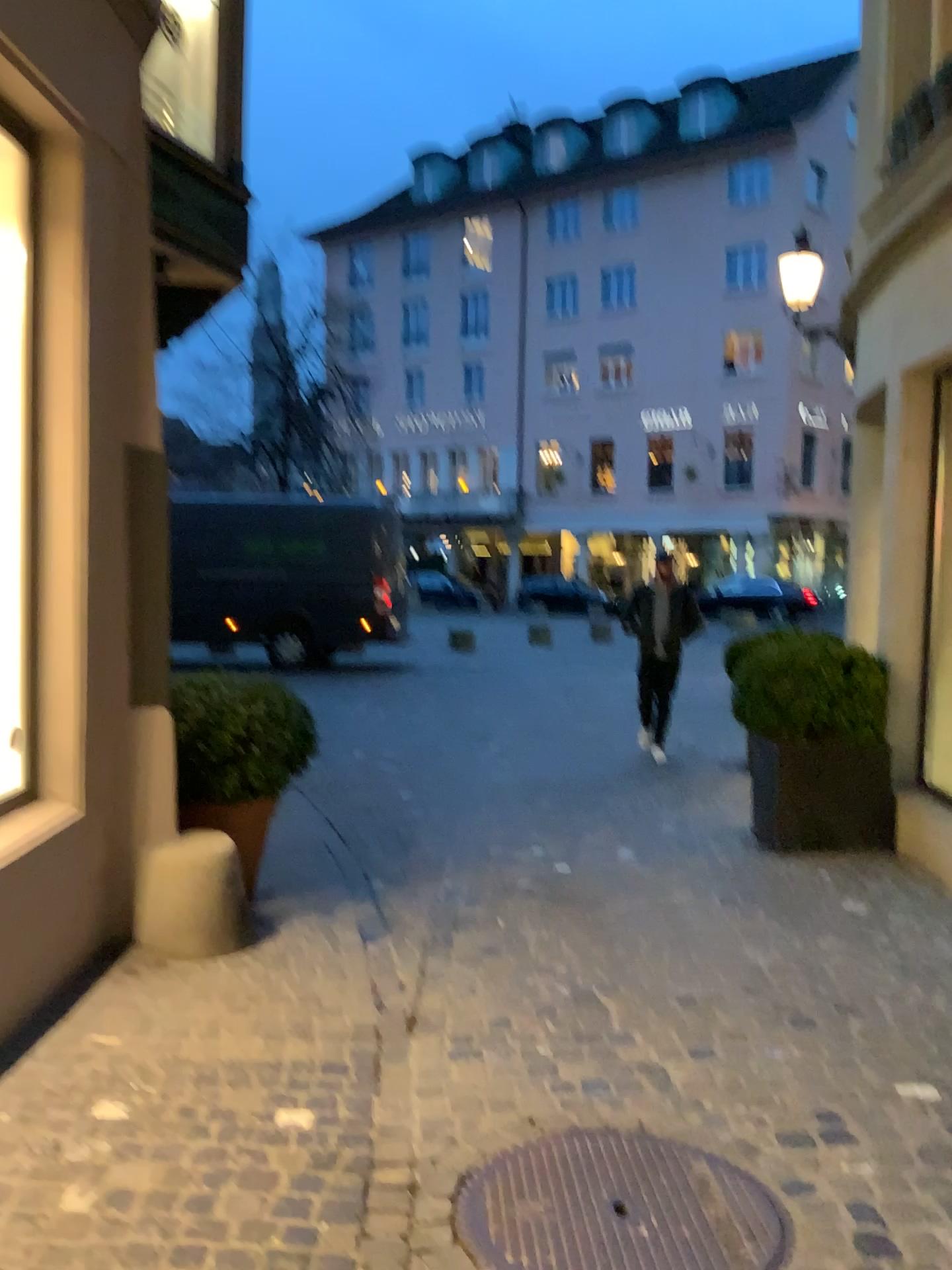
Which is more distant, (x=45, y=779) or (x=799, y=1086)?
(x=45, y=779)

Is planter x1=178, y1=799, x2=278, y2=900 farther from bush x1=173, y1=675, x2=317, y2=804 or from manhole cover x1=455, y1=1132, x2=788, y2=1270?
manhole cover x1=455, y1=1132, x2=788, y2=1270

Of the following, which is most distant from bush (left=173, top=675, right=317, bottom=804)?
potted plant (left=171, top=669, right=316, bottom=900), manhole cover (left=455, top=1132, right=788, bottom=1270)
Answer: manhole cover (left=455, top=1132, right=788, bottom=1270)

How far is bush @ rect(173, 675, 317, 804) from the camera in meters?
4.4 m

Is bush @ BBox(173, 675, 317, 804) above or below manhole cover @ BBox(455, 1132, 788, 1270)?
above

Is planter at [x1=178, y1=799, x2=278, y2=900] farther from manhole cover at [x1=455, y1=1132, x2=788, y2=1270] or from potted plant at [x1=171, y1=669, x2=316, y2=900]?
manhole cover at [x1=455, y1=1132, x2=788, y2=1270]

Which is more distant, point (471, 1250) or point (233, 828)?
point (233, 828)

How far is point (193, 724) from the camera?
4.37m

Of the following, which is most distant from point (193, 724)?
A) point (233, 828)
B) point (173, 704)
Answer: point (233, 828)

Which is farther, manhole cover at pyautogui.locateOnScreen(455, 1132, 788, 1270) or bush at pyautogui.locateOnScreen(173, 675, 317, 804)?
bush at pyautogui.locateOnScreen(173, 675, 317, 804)
